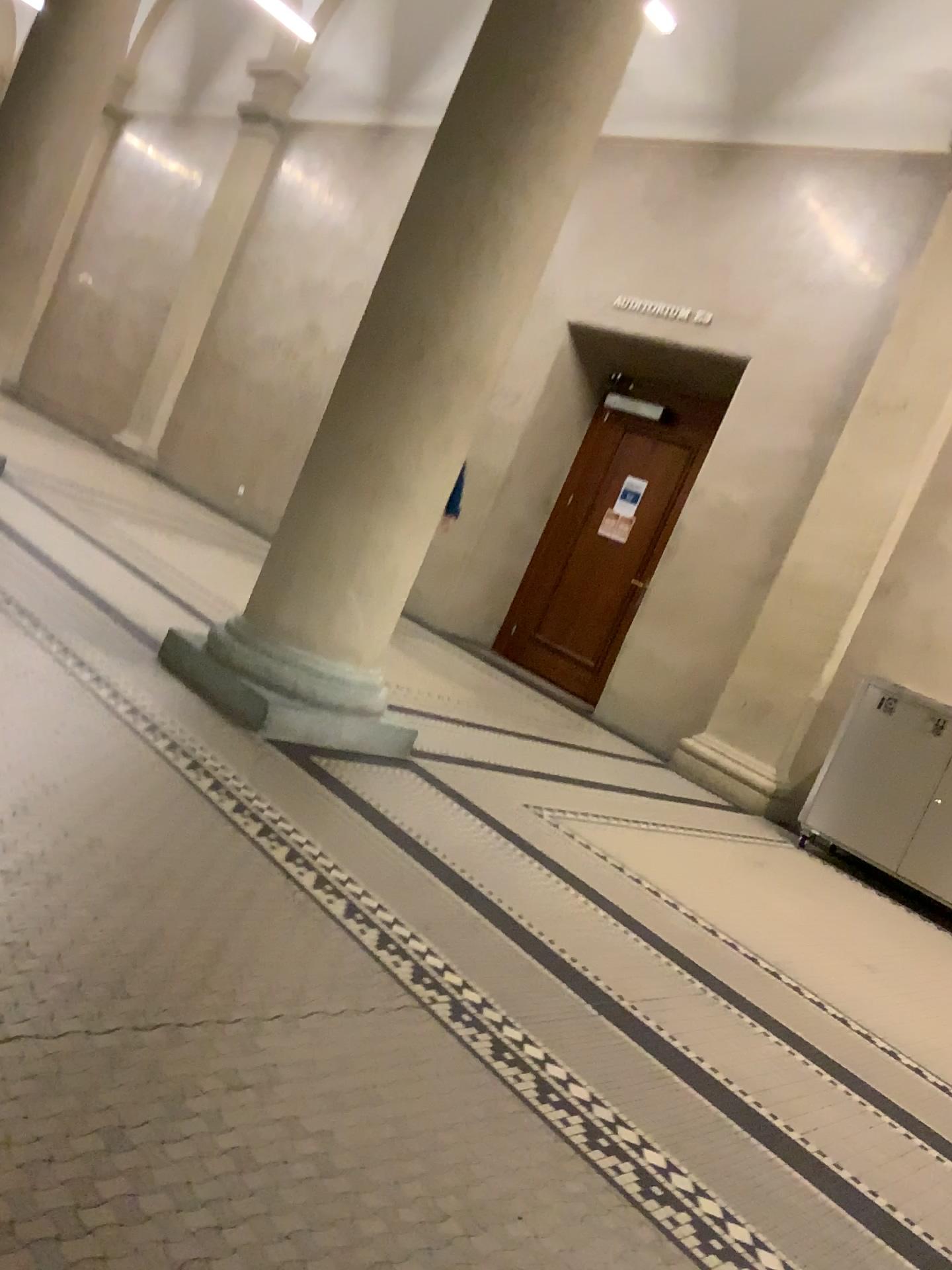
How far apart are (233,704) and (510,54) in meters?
2.3 m

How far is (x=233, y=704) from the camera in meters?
3.4 m

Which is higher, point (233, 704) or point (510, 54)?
point (510, 54)

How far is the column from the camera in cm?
352

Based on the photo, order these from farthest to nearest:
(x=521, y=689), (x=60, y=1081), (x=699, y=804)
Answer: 1. (x=521, y=689)
2. (x=699, y=804)
3. (x=60, y=1081)

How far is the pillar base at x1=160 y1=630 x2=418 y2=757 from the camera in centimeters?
345cm
